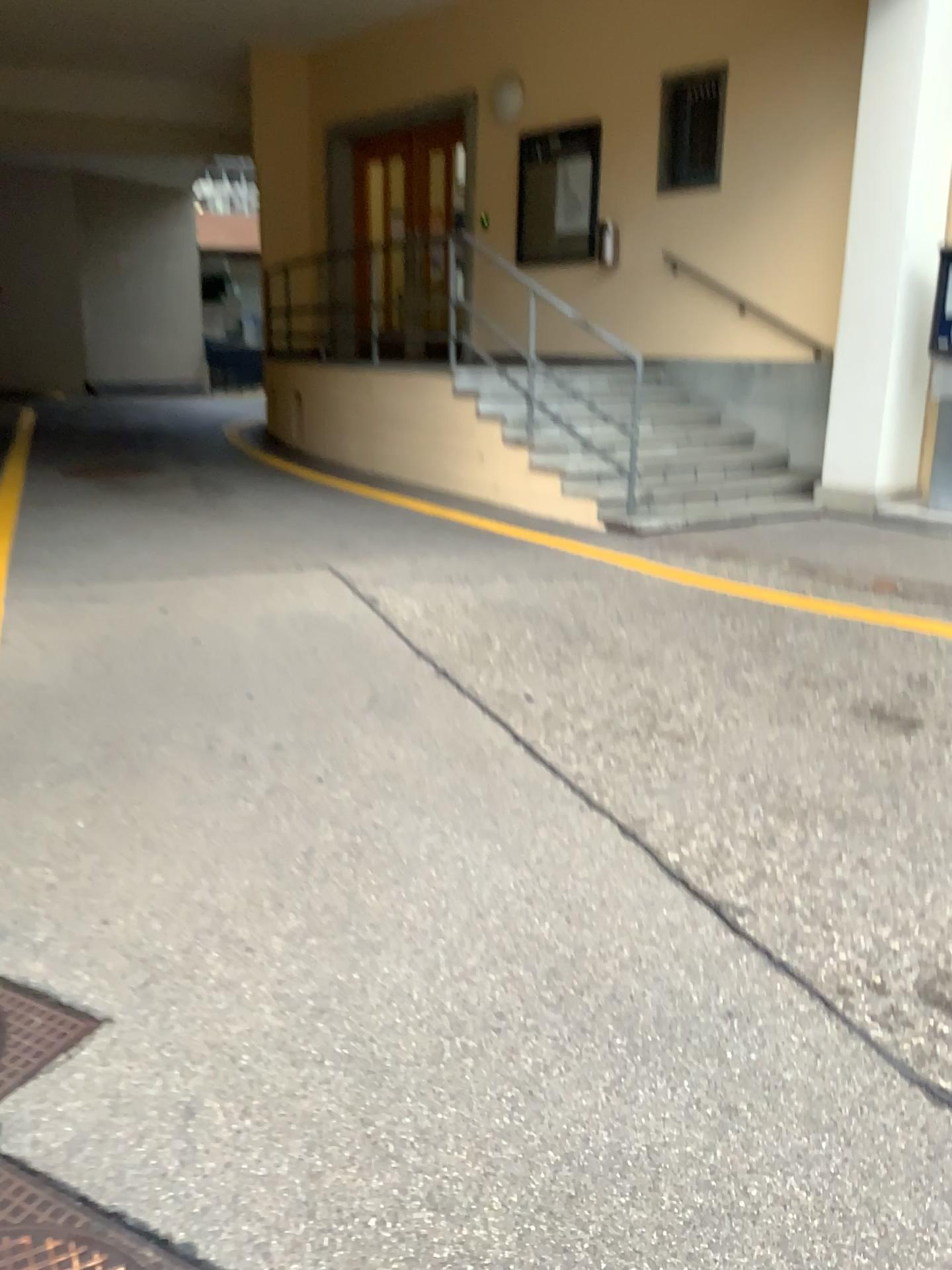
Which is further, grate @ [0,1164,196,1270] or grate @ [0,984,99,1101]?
grate @ [0,984,99,1101]

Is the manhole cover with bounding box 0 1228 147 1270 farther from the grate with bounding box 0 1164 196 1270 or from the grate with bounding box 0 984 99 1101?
the grate with bounding box 0 984 99 1101

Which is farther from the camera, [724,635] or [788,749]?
[724,635]

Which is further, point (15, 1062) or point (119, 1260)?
point (15, 1062)

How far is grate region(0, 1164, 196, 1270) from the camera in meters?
1.6 m

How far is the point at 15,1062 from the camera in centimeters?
199cm

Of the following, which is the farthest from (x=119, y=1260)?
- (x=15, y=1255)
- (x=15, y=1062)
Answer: (x=15, y=1062)

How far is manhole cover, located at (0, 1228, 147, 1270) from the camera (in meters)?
1.57

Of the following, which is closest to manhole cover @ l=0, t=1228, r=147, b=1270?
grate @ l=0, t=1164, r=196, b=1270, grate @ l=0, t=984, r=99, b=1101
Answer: grate @ l=0, t=1164, r=196, b=1270

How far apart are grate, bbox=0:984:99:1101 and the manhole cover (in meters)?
0.37
